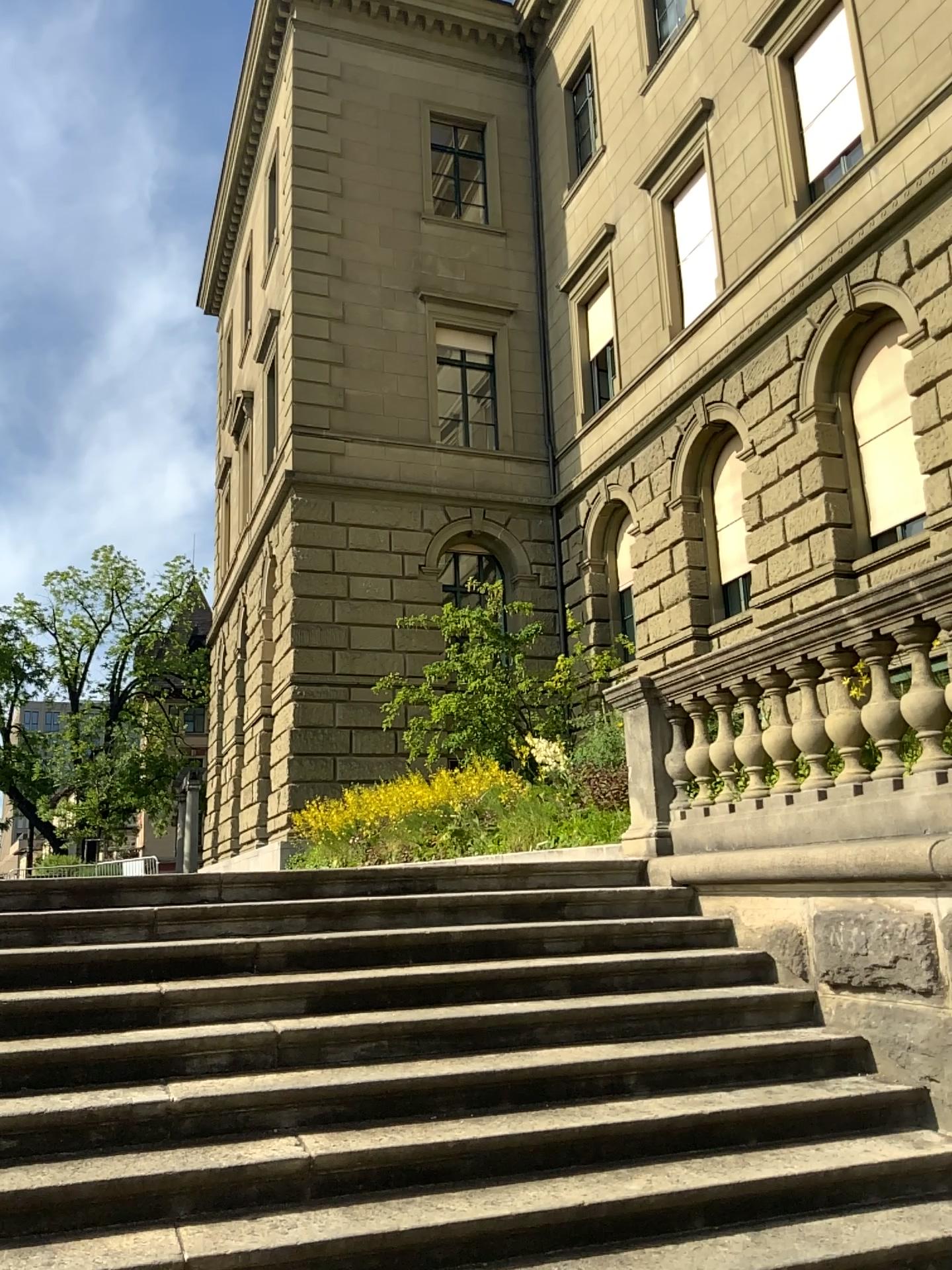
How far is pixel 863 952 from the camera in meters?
4.4
